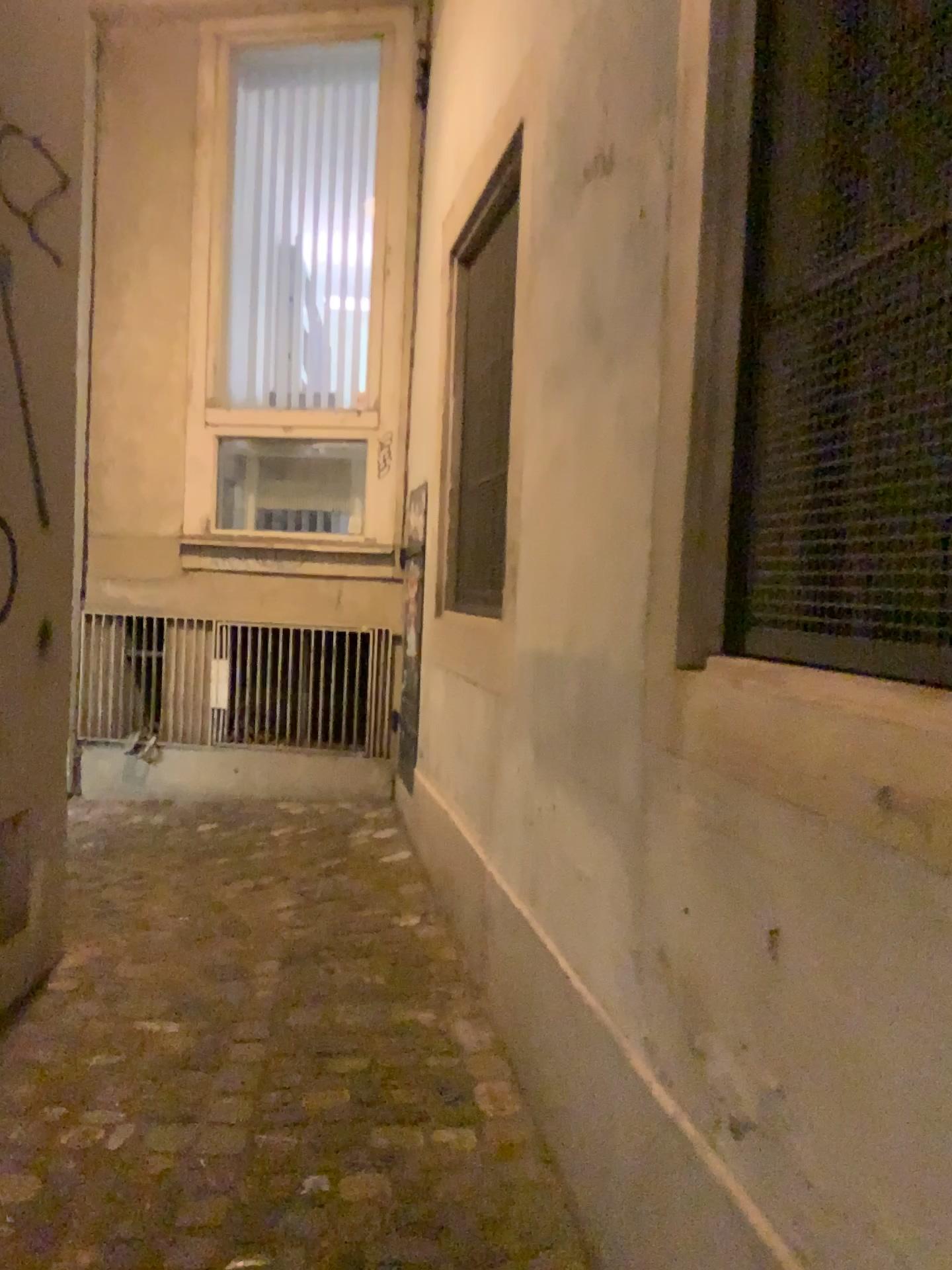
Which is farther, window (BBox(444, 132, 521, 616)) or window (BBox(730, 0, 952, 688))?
window (BBox(444, 132, 521, 616))

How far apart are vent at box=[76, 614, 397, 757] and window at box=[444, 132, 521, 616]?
1.2m

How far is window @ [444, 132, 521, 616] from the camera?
3.1m

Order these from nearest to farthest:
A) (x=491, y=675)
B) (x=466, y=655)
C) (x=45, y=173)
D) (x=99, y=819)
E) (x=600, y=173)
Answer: (x=600, y=173)
(x=45, y=173)
(x=491, y=675)
(x=466, y=655)
(x=99, y=819)

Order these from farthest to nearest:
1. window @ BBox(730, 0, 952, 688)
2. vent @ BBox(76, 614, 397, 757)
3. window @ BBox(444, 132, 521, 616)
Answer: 1. vent @ BBox(76, 614, 397, 757)
2. window @ BBox(444, 132, 521, 616)
3. window @ BBox(730, 0, 952, 688)

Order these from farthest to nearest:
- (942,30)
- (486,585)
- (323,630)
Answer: (323,630), (486,585), (942,30)

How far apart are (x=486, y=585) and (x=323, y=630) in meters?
1.8 m

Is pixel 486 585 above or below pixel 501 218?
below

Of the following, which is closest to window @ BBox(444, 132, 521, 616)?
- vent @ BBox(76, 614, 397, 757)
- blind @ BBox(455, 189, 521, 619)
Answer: blind @ BBox(455, 189, 521, 619)

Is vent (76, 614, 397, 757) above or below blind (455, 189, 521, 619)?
below
